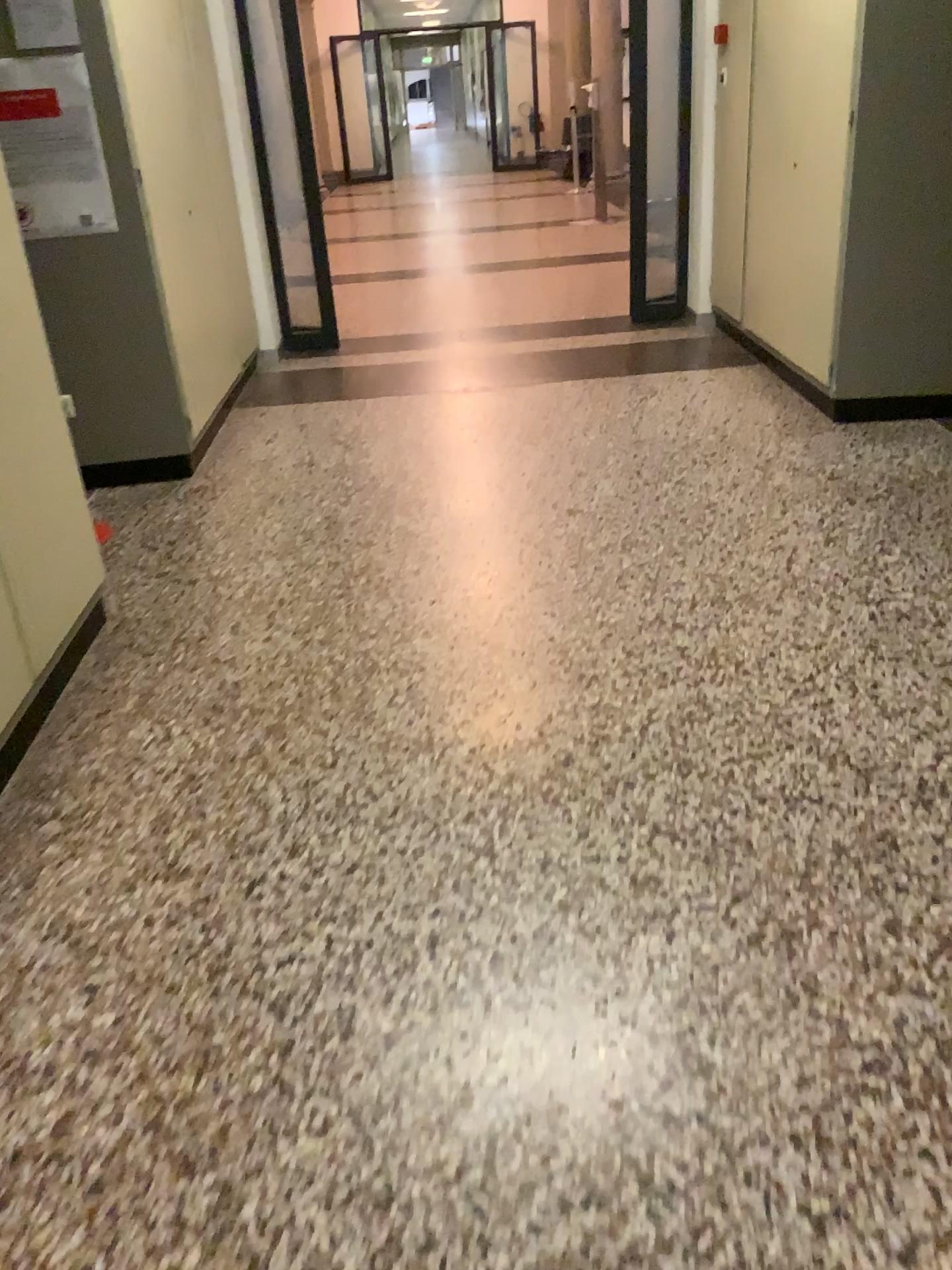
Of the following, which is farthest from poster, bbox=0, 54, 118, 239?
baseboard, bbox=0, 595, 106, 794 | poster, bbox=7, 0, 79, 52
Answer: baseboard, bbox=0, 595, 106, 794

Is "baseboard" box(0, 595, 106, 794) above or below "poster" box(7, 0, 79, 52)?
below

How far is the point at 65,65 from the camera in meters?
3.7 m

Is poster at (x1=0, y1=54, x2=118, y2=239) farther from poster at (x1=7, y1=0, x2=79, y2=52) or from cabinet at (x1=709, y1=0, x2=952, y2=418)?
cabinet at (x1=709, y1=0, x2=952, y2=418)

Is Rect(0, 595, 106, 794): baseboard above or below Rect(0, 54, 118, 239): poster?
below

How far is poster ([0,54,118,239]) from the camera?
3.66m

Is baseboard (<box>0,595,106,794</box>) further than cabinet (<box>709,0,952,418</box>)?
No

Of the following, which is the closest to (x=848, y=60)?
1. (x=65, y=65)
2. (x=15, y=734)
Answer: (x=65, y=65)

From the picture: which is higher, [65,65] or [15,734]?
[65,65]

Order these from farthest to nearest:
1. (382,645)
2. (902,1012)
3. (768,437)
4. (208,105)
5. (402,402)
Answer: (402,402) < (208,105) < (768,437) < (382,645) < (902,1012)
